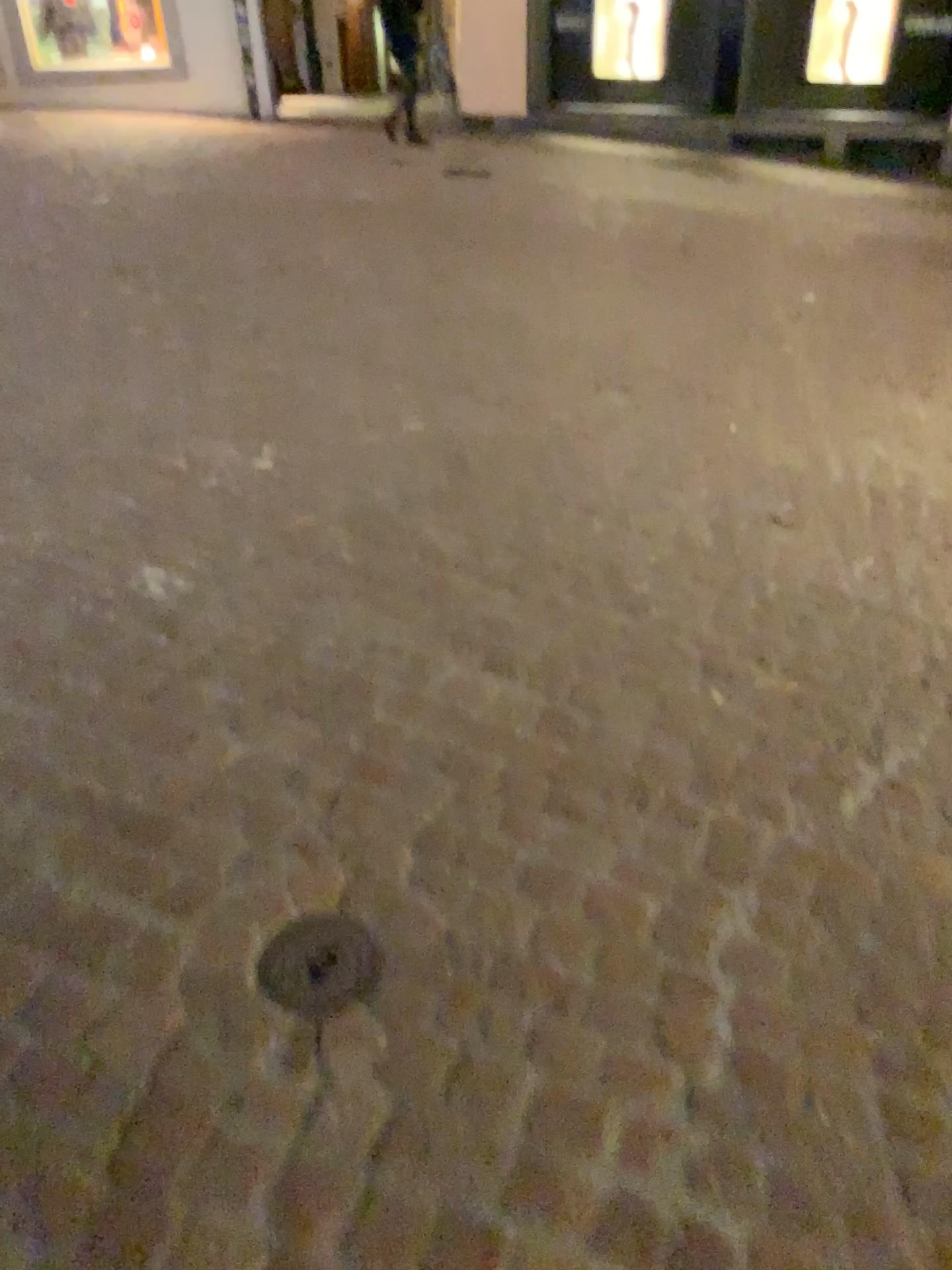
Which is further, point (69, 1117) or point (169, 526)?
point (169, 526)

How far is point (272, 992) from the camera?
1.5 meters

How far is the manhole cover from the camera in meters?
1.5
